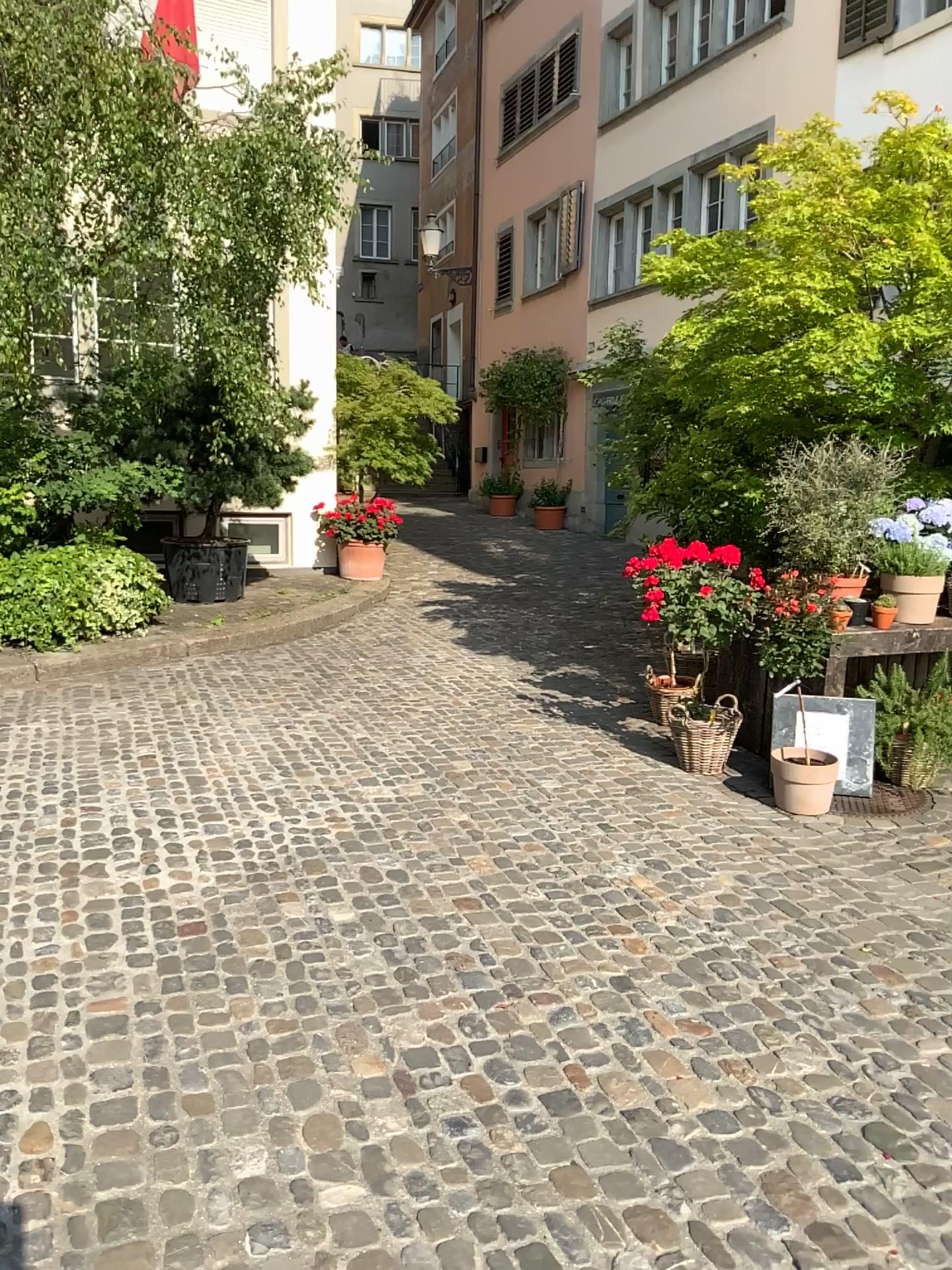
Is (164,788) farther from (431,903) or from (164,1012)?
(164,1012)
